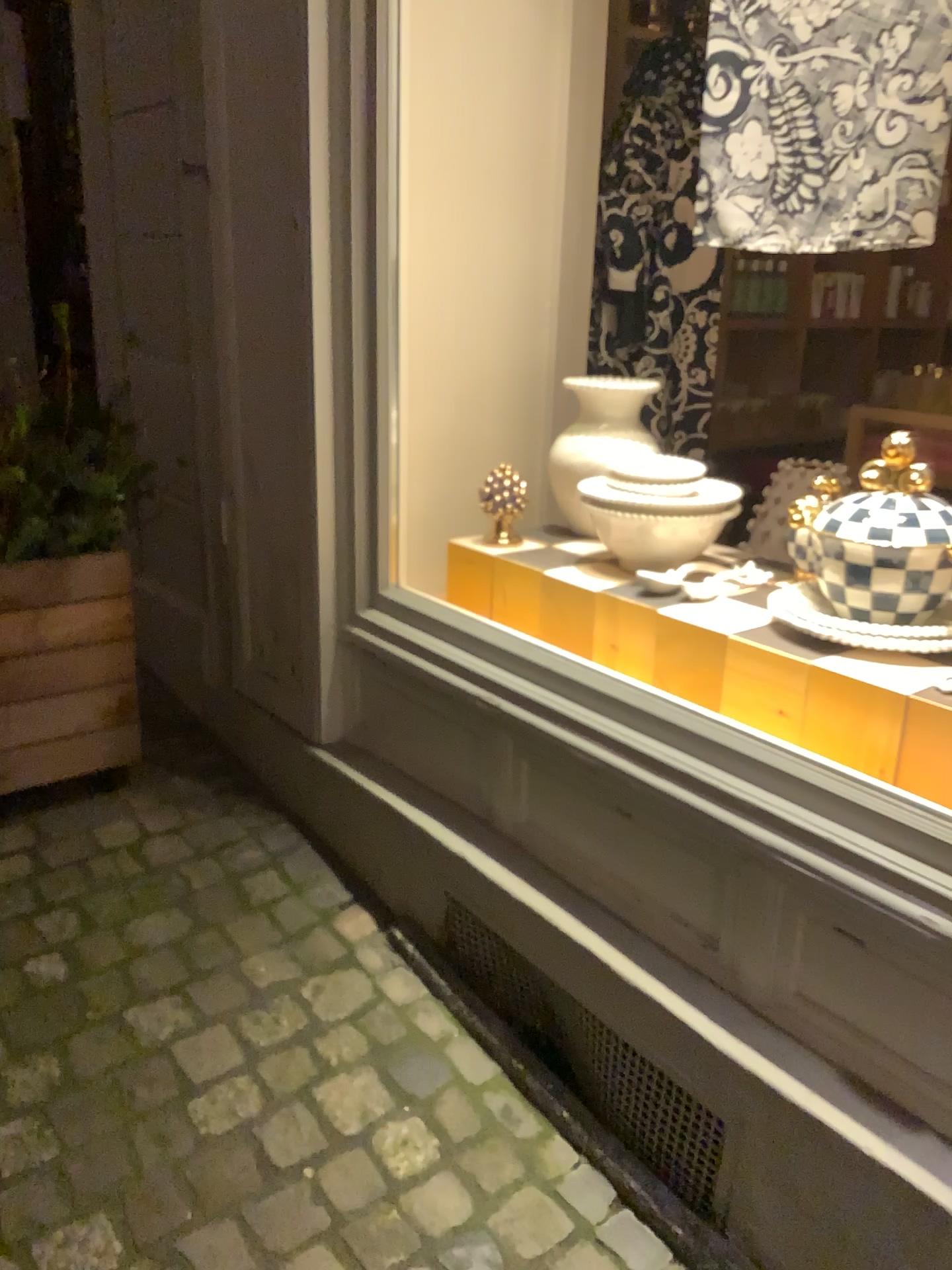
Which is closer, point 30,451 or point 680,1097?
point 680,1097

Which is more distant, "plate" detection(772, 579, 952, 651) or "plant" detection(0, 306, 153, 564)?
"plant" detection(0, 306, 153, 564)

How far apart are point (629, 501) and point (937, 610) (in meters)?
0.56

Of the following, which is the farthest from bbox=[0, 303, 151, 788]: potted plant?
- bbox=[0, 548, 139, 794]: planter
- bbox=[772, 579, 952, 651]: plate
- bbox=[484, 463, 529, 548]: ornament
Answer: bbox=[772, 579, 952, 651]: plate

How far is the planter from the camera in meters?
2.1

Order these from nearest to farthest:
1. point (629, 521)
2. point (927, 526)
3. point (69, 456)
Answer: point (927, 526), point (629, 521), point (69, 456)

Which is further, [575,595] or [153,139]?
[153,139]

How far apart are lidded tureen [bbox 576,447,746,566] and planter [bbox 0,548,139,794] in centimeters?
97cm

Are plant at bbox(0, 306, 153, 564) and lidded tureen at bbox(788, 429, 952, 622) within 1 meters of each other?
no

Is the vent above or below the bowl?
below
